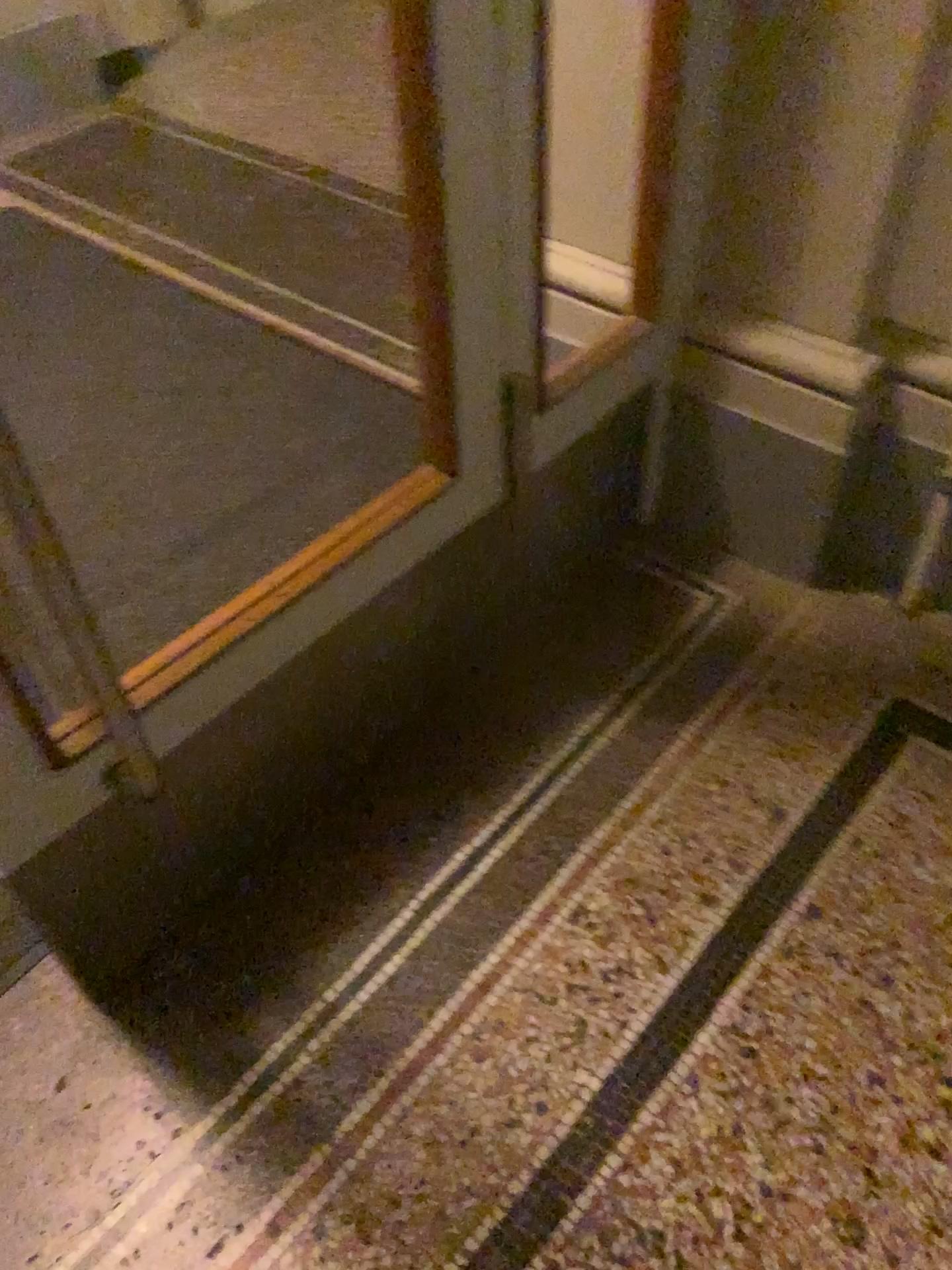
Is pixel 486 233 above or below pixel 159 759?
above
